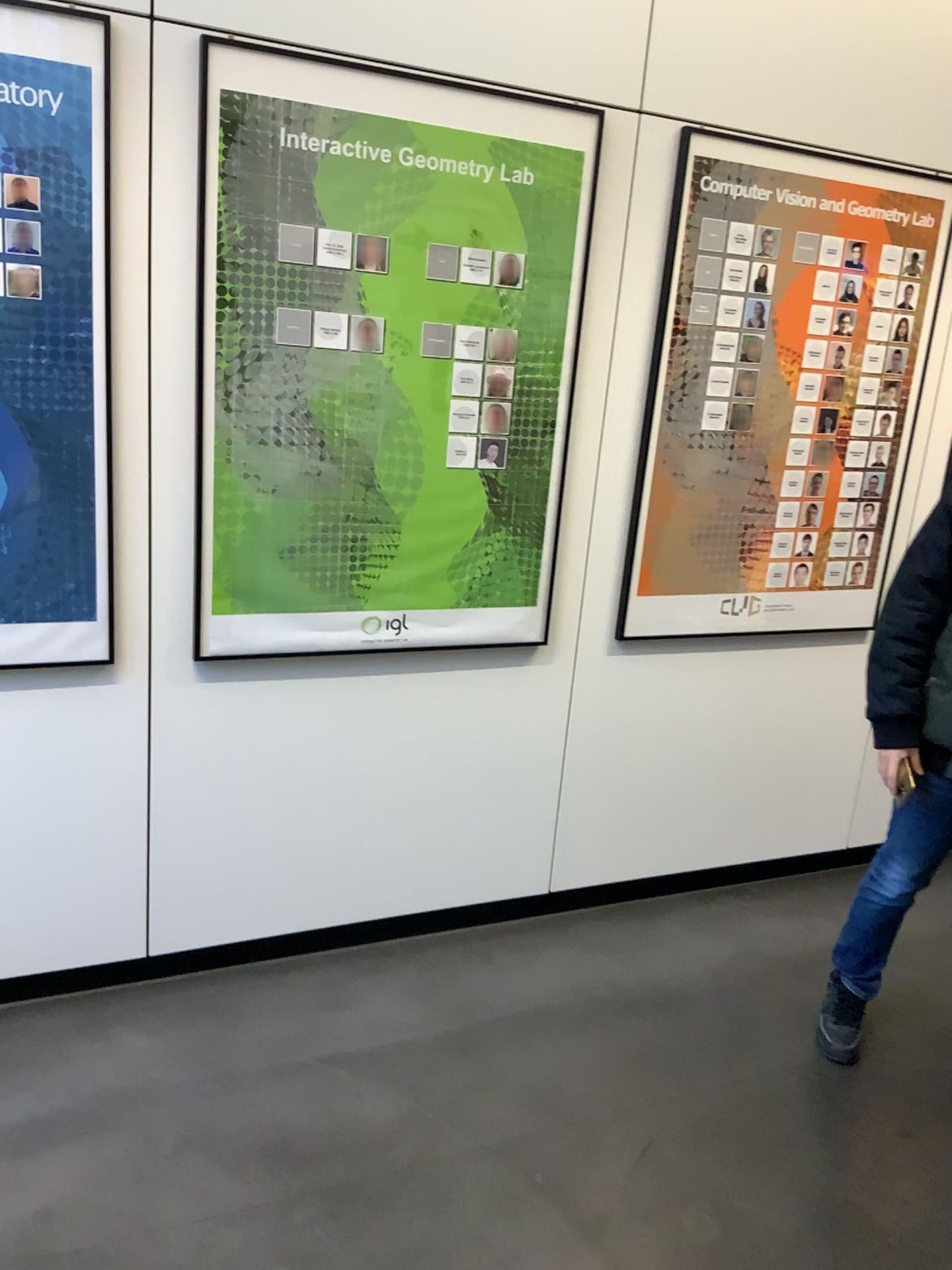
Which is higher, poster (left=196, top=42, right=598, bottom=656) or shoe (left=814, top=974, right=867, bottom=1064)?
poster (left=196, top=42, right=598, bottom=656)

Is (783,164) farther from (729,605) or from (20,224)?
(20,224)

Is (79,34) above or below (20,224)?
above

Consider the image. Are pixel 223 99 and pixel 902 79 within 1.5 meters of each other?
no

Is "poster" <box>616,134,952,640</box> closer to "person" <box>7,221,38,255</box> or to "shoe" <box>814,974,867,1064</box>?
"shoe" <box>814,974,867,1064</box>

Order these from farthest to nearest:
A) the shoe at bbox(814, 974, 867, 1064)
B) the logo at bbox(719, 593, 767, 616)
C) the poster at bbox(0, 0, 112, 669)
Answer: the logo at bbox(719, 593, 767, 616) < the shoe at bbox(814, 974, 867, 1064) < the poster at bbox(0, 0, 112, 669)

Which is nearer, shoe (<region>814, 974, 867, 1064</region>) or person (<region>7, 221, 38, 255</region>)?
person (<region>7, 221, 38, 255</region>)

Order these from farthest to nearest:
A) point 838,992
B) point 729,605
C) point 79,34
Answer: point 729,605, point 838,992, point 79,34

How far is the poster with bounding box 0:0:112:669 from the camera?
2.0m

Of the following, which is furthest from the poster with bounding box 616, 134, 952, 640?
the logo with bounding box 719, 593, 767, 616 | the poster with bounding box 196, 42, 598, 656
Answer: the poster with bounding box 196, 42, 598, 656
